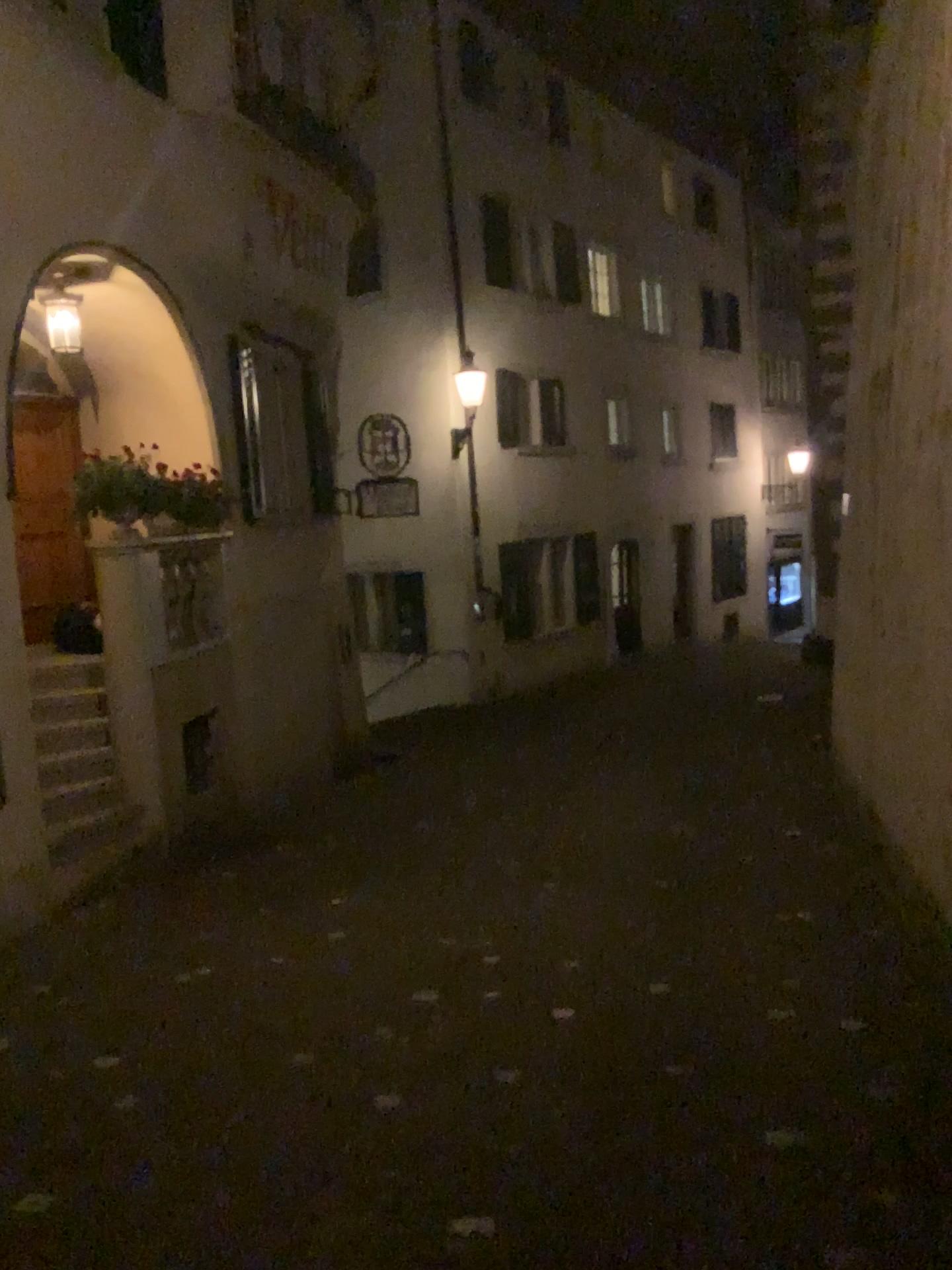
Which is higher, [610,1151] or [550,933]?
[610,1151]
